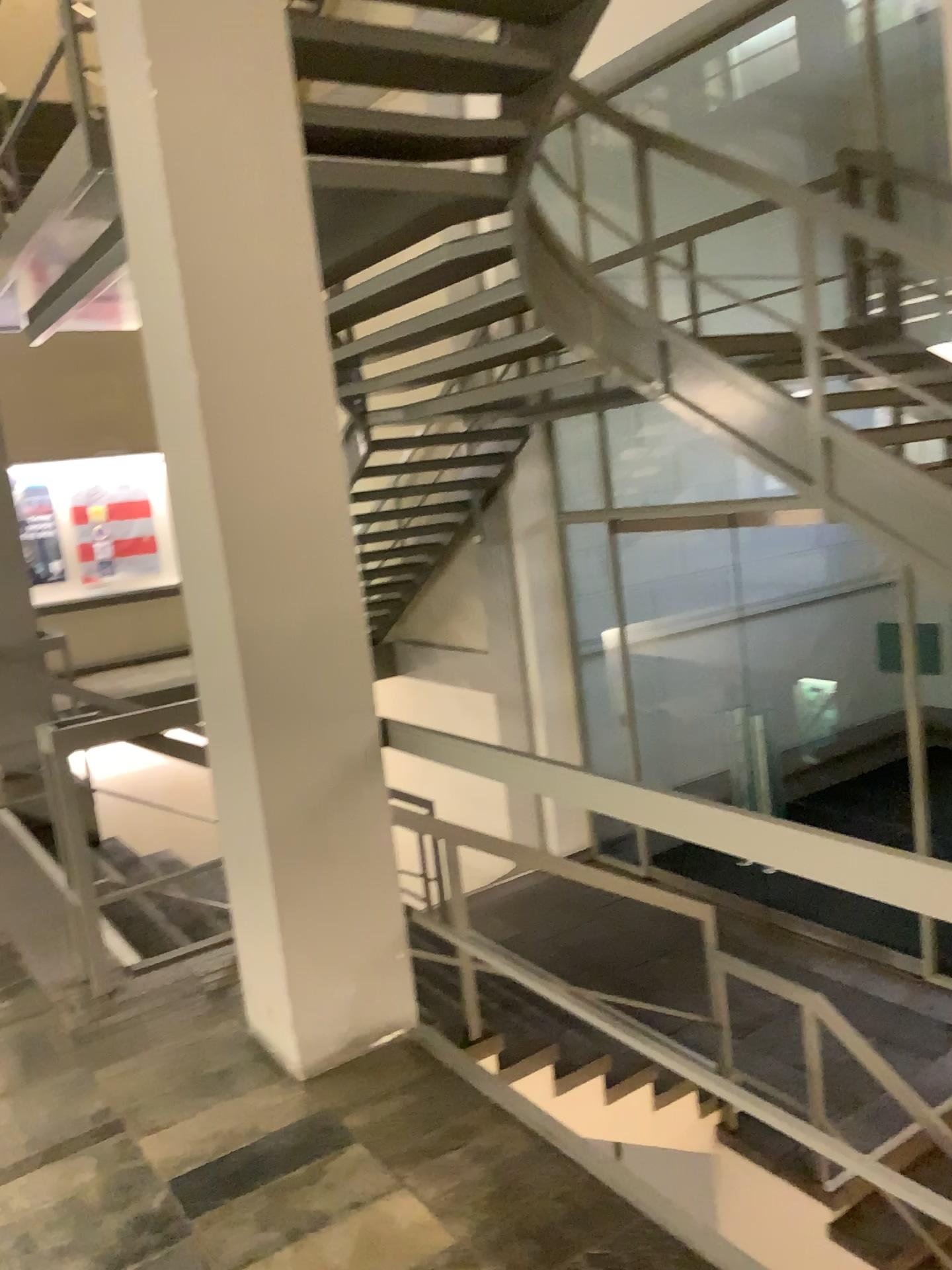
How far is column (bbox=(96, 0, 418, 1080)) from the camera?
2.6m

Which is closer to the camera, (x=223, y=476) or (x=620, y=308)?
(x=223, y=476)

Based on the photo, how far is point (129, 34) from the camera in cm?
257
